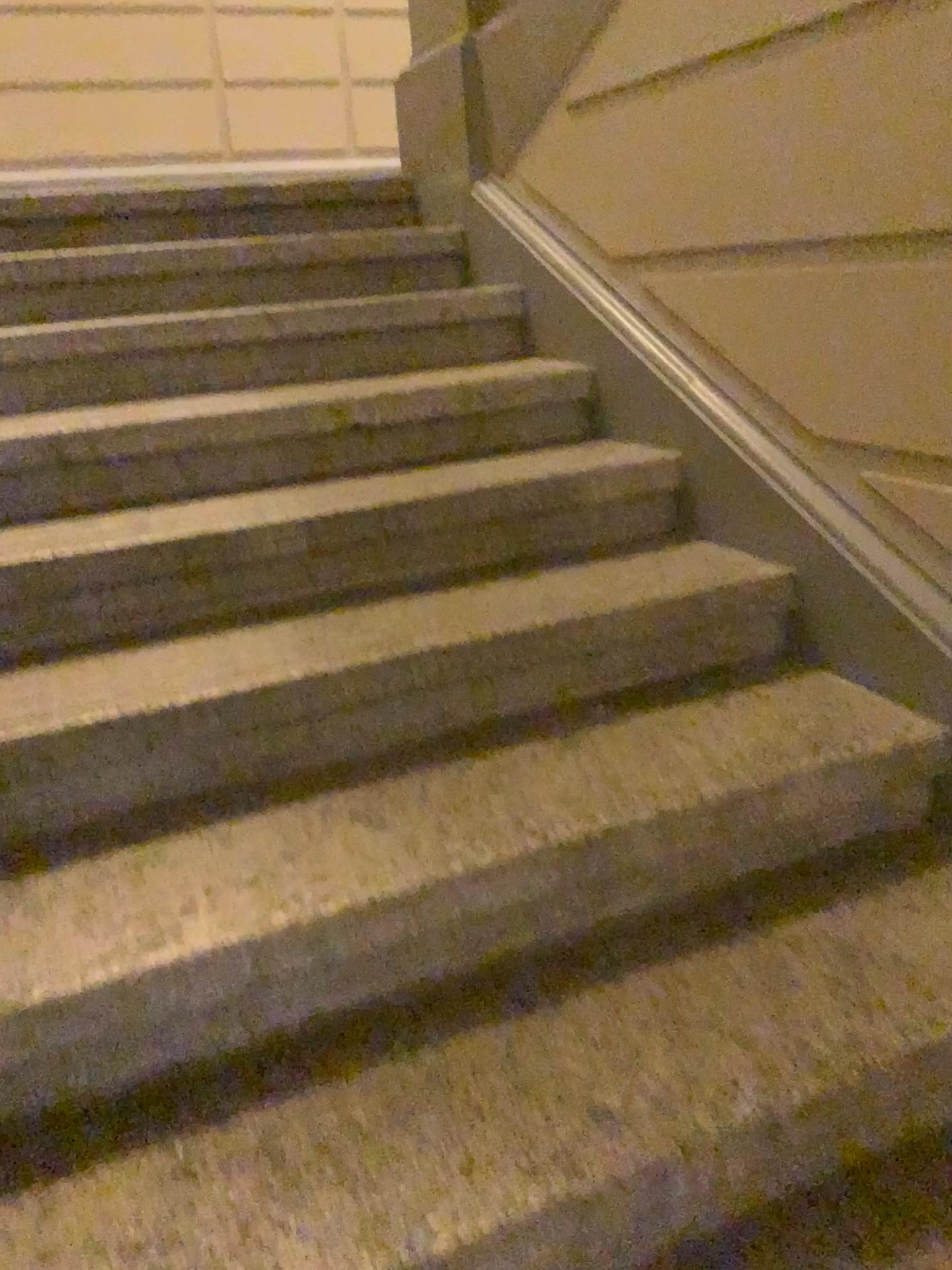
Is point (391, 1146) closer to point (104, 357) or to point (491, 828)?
point (491, 828)
